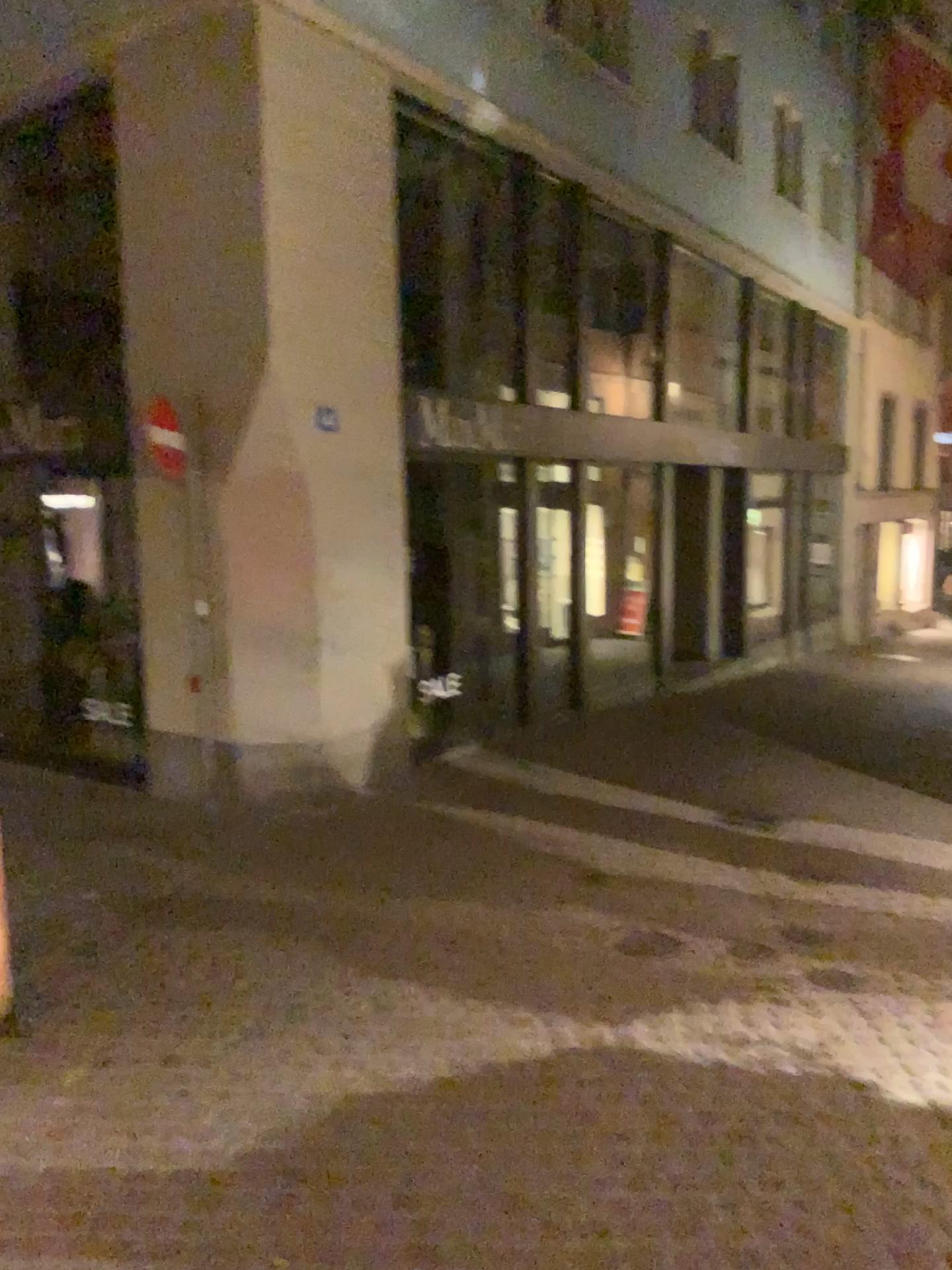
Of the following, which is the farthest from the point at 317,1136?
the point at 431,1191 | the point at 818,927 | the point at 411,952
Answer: the point at 818,927
